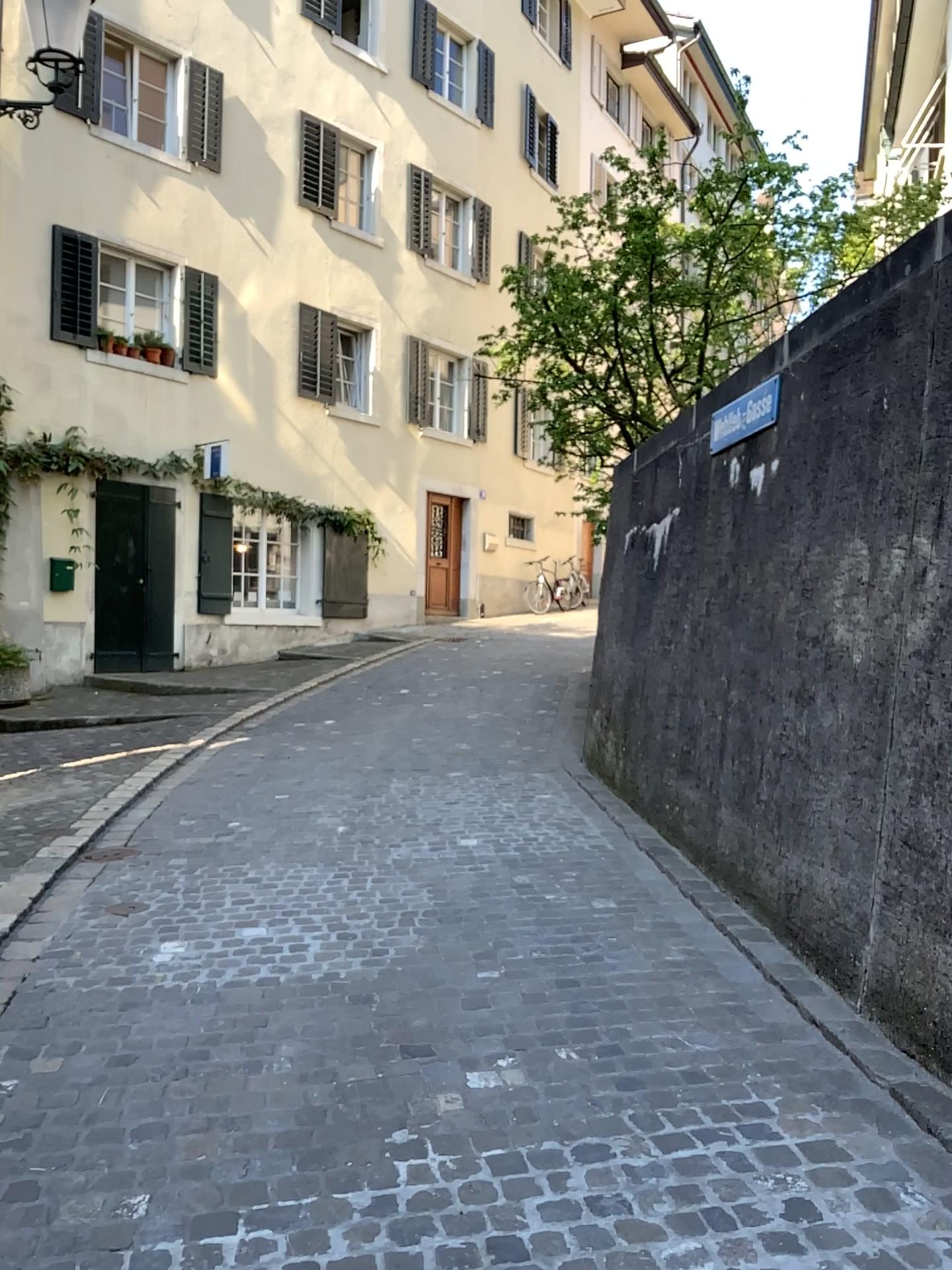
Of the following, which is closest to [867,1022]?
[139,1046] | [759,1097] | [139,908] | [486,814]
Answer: [759,1097]
